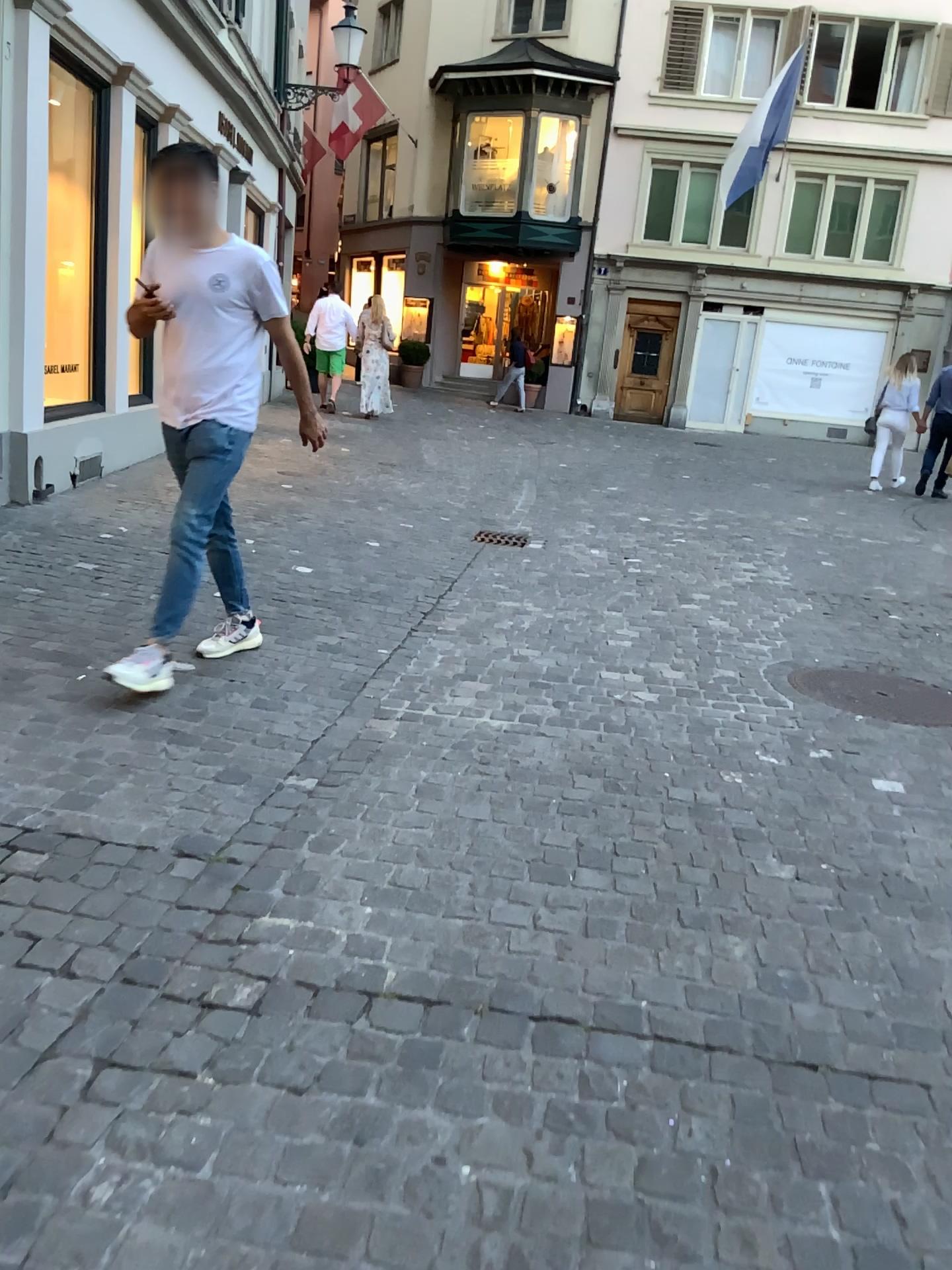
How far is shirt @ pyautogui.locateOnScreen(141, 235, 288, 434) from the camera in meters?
3.4

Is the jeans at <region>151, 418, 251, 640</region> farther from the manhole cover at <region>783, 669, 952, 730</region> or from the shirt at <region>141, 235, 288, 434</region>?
the manhole cover at <region>783, 669, 952, 730</region>

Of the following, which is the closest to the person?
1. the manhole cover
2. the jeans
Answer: the jeans

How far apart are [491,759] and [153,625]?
1.26m

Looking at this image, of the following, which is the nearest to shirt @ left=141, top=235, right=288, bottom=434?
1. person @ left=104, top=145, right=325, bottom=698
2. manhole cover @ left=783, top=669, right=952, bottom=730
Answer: person @ left=104, top=145, right=325, bottom=698

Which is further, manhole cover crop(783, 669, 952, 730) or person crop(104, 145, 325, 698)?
manhole cover crop(783, 669, 952, 730)

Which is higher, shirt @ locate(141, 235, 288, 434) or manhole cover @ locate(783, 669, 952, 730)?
shirt @ locate(141, 235, 288, 434)

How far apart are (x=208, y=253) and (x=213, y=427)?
0.6 meters

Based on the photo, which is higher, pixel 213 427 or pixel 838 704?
pixel 213 427

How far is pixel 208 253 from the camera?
3.39m
